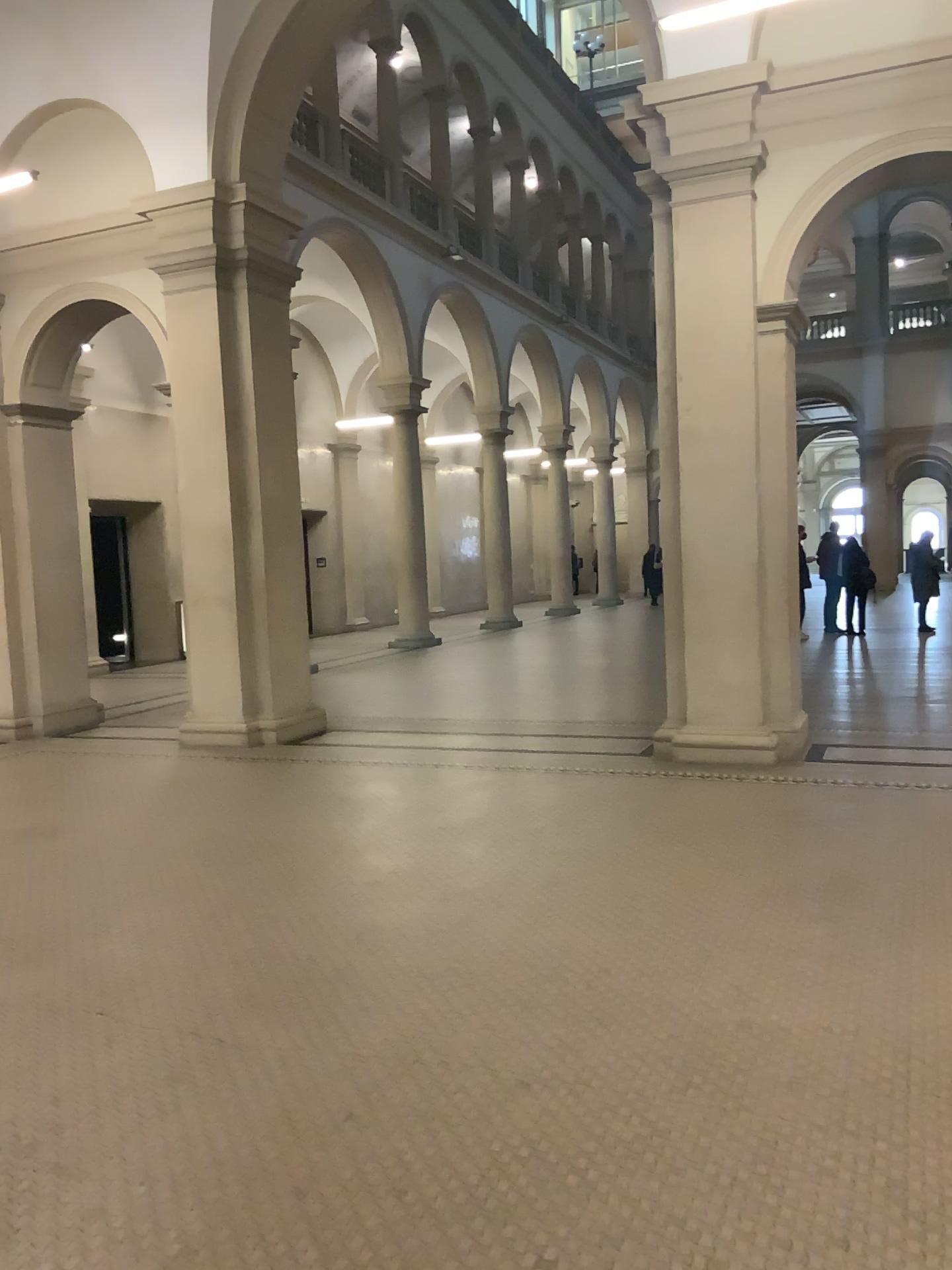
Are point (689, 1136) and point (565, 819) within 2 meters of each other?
no
